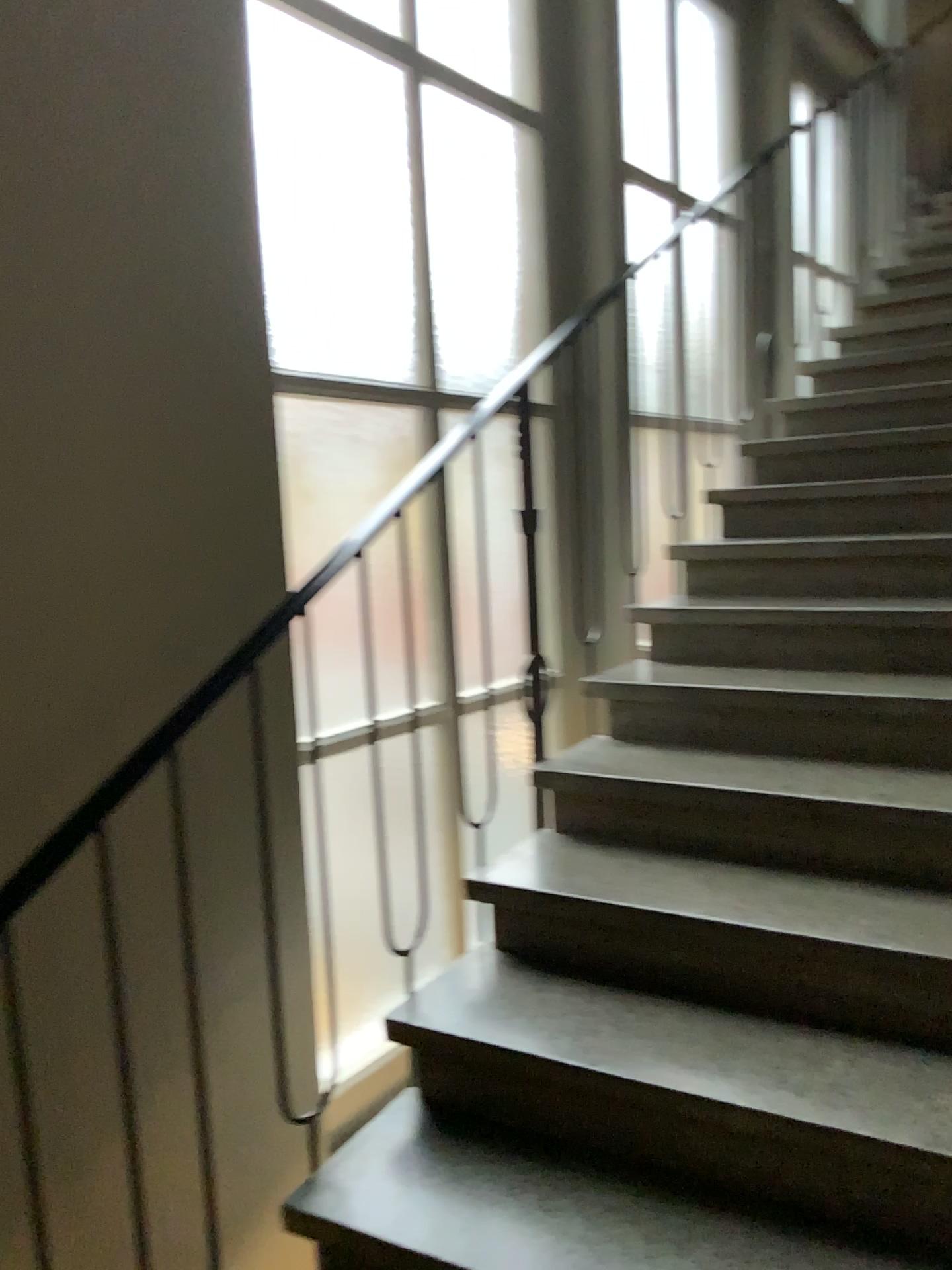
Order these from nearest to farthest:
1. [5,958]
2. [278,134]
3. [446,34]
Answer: [5,958], [278,134], [446,34]

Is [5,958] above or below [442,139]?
below

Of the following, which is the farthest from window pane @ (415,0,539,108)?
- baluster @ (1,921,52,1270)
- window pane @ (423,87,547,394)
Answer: baluster @ (1,921,52,1270)

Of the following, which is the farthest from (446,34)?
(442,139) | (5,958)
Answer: (5,958)

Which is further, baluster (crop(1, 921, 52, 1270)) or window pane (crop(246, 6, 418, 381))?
window pane (crop(246, 6, 418, 381))

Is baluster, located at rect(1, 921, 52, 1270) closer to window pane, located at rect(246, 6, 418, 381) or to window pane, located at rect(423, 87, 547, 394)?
window pane, located at rect(246, 6, 418, 381)

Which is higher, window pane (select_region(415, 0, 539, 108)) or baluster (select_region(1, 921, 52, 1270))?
window pane (select_region(415, 0, 539, 108))

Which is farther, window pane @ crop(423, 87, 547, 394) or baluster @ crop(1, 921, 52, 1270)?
window pane @ crop(423, 87, 547, 394)

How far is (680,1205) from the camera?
1.6m

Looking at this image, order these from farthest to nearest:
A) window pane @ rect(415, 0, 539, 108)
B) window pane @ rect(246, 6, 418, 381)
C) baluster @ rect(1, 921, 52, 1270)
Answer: window pane @ rect(415, 0, 539, 108)
window pane @ rect(246, 6, 418, 381)
baluster @ rect(1, 921, 52, 1270)
